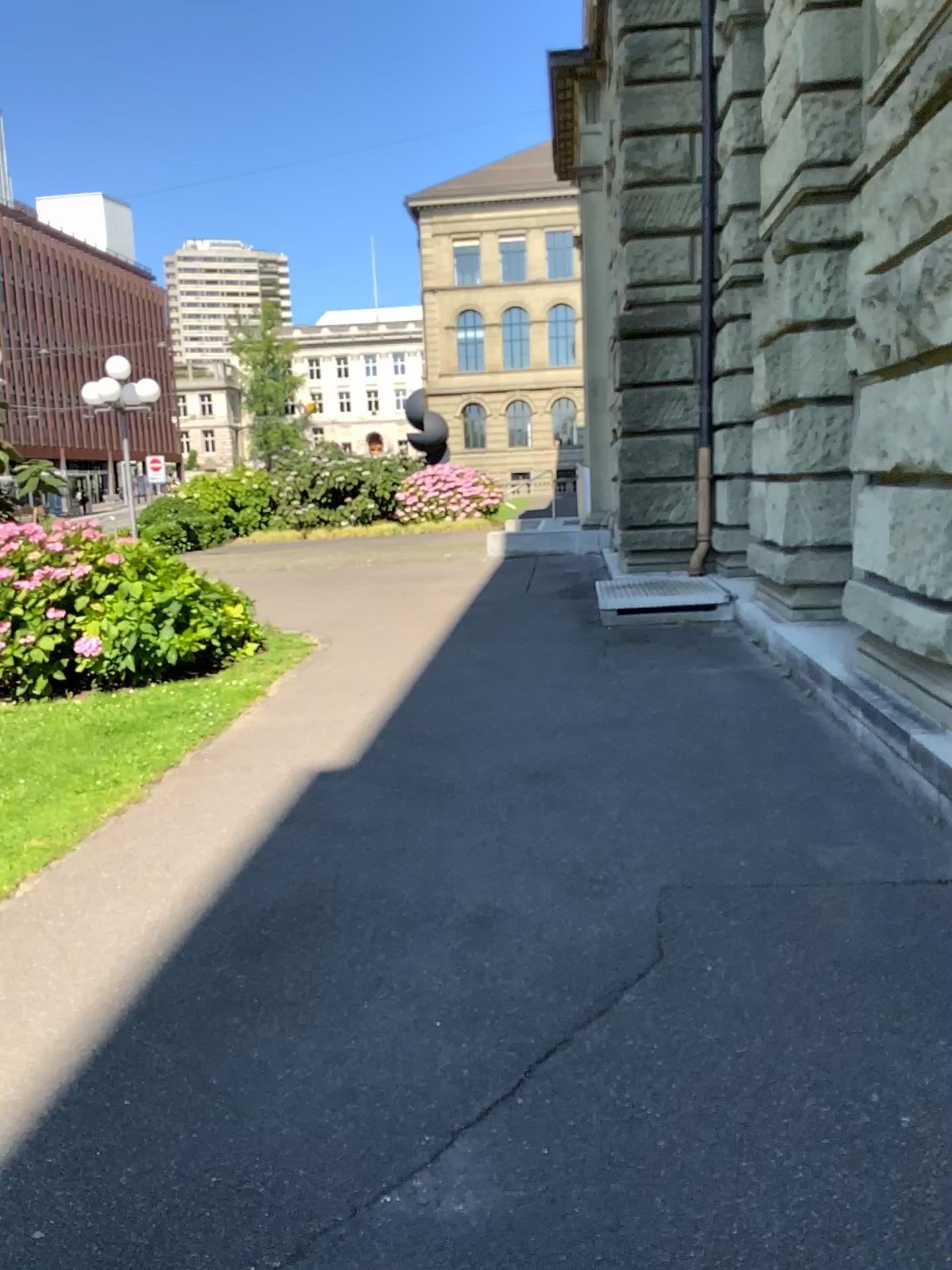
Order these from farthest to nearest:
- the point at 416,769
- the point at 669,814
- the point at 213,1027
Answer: the point at 416,769 → the point at 669,814 → the point at 213,1027
